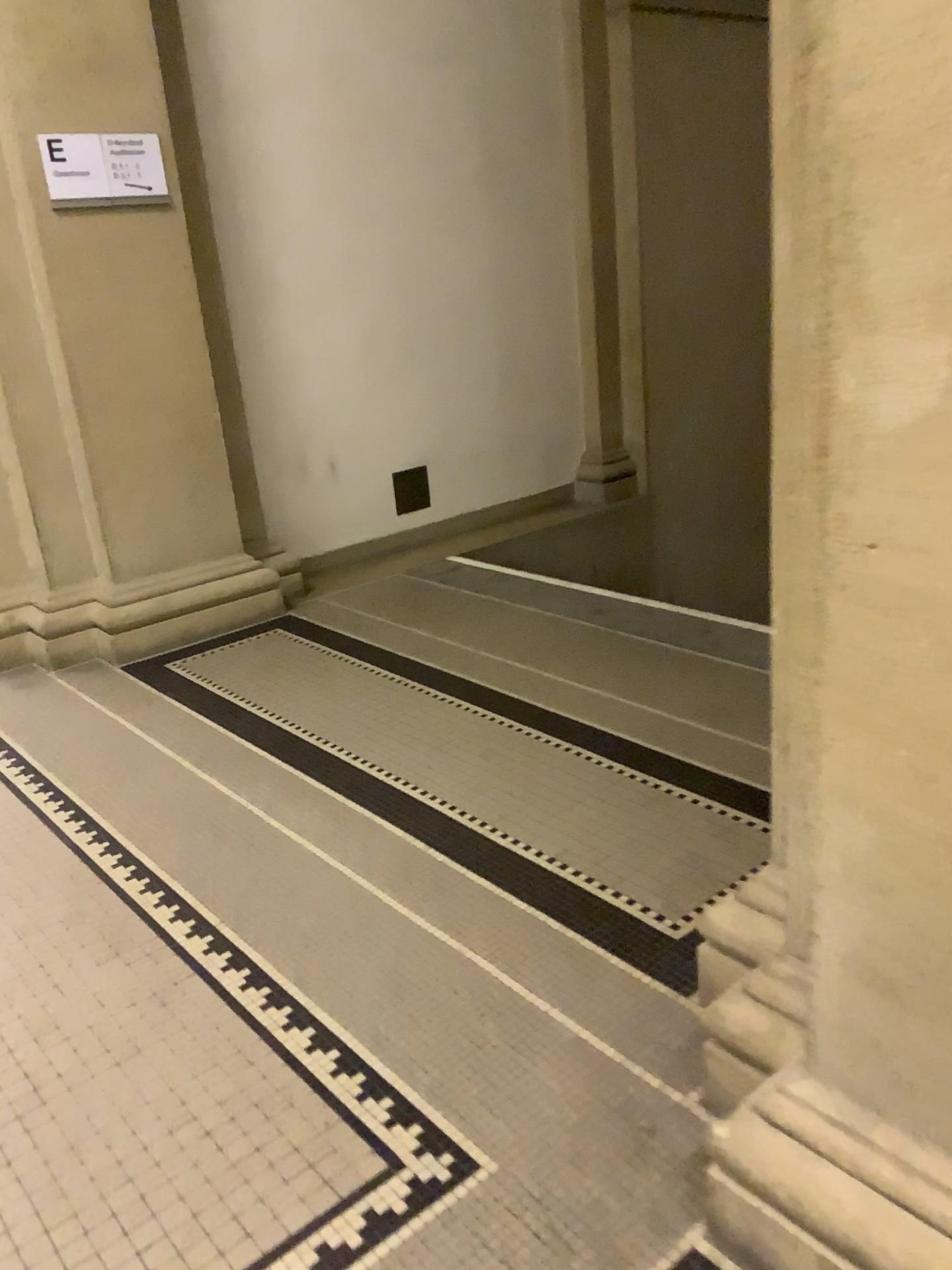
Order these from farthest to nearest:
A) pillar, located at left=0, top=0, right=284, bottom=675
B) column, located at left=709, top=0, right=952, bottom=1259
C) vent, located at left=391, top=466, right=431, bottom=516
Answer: vent, located at left=391, top=466, right=431, bottom=516 < pillar, located at left=0, top=0, right=284, bottom=675 < column, located at left=709, top=0, right=952, bottom=1259

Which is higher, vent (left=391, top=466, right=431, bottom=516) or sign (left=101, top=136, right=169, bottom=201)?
sign (left=101, top=136, right=169, bottom=201)

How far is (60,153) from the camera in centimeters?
353cm

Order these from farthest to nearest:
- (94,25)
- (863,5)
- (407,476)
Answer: (407,476), (94,25), (863,5)

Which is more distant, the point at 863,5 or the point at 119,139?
the point at 119,139

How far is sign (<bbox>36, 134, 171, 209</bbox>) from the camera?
3.53m

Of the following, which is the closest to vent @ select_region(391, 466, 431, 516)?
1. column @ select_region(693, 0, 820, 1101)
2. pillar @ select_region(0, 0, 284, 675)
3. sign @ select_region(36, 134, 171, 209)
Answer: pillar @ select_region(0, 0, 284, 675)

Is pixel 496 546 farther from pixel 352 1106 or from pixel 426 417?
pixel 352 1106

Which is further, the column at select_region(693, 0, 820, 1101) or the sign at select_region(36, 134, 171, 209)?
the sign at select_region(36, 134, 171, 209)

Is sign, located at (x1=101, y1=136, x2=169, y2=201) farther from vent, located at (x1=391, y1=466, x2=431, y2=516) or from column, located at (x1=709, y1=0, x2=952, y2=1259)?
column, located at (x1=709, y1=0, x2=952, y2=1259)
